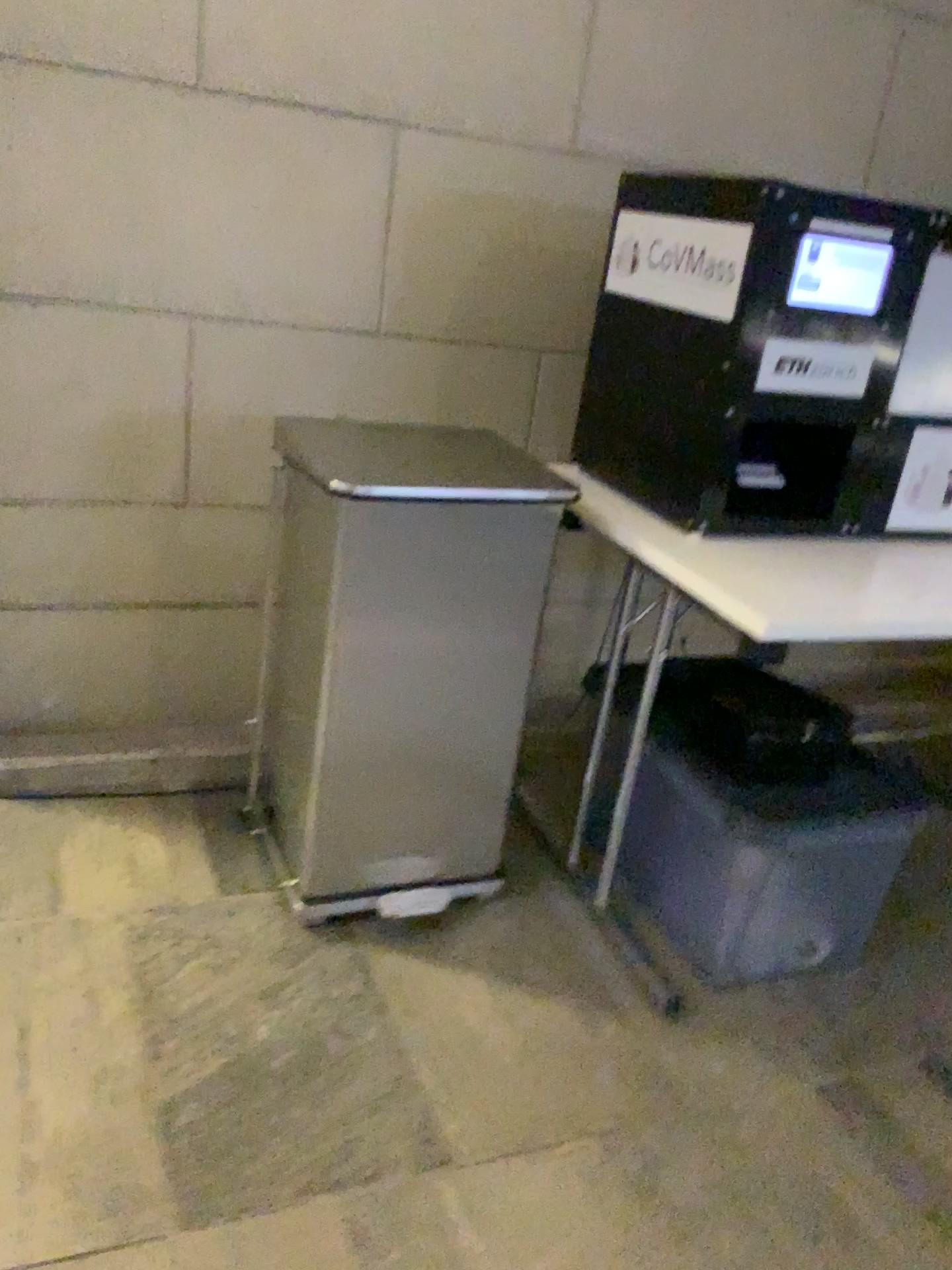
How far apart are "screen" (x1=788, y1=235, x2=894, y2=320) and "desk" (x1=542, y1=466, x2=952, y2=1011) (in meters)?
0.36

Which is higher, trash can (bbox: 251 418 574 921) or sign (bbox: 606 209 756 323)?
sign (bbox: 606 209 756 323)

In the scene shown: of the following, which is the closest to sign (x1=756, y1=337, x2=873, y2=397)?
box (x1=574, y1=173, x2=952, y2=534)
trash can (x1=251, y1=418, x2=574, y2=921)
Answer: box (x1=574, y1=173, x2=952, y2=534)

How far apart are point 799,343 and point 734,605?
0.44m

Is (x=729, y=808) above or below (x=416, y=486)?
below

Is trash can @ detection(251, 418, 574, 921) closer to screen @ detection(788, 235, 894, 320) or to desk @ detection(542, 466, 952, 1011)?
desk @ detection(542, 466, 952, 1011)

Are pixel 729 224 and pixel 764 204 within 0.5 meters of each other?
yes

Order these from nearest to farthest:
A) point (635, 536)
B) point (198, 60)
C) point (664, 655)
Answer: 1. point (635, 536)
2. point (198, 60)
3. point (664, 655)

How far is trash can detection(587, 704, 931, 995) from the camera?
1.67m

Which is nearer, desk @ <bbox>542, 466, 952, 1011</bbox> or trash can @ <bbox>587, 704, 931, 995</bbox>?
desk @ <bbox>542, 466, 952, 1011</bbox>
